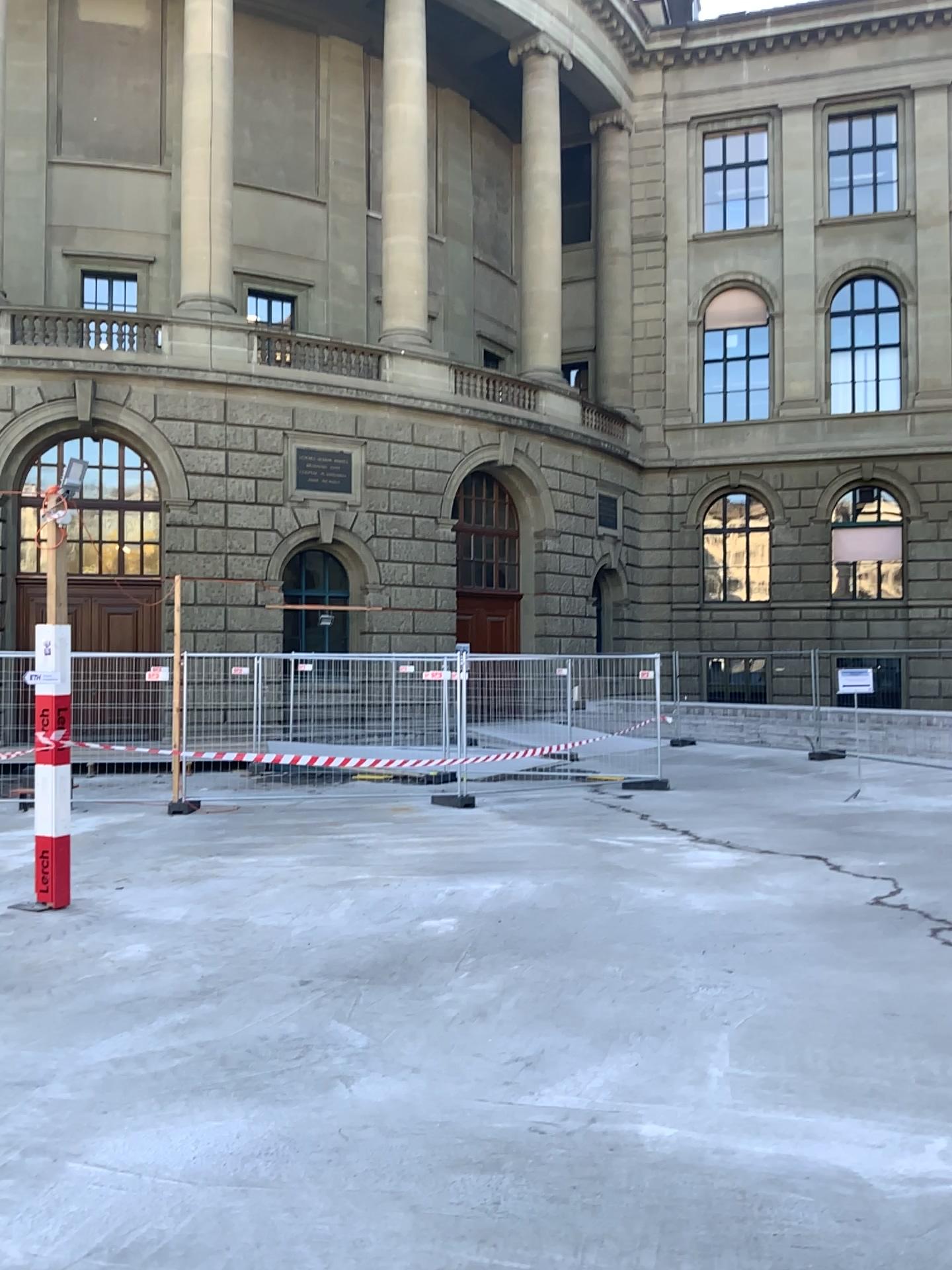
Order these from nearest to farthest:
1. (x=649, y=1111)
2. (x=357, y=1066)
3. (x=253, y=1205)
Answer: (x=253, y=1205) → (x=649, y=1111) → (x=357, y=1066)
